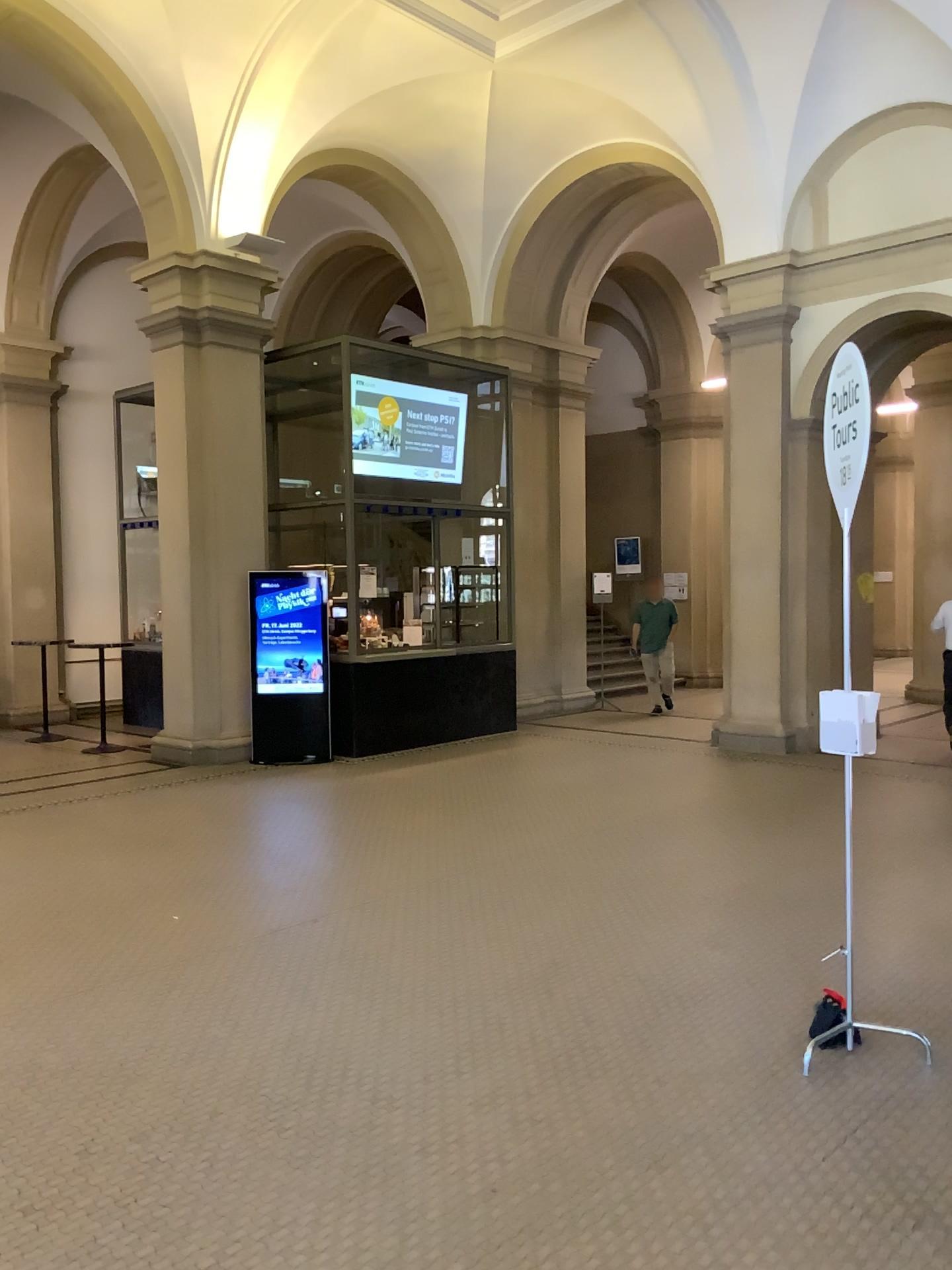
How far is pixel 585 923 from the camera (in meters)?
5.03
